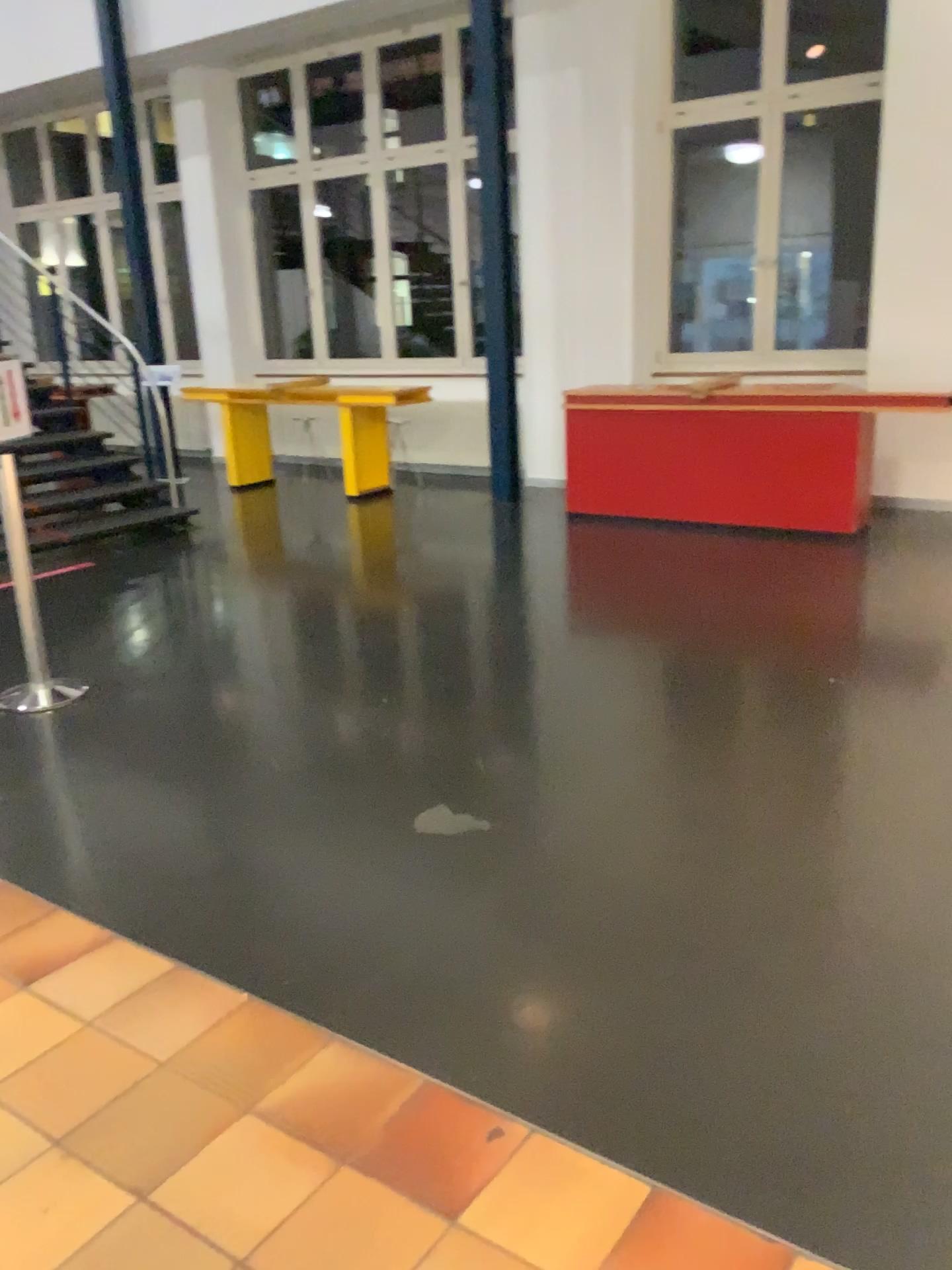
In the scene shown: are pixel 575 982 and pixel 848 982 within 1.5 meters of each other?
yes
